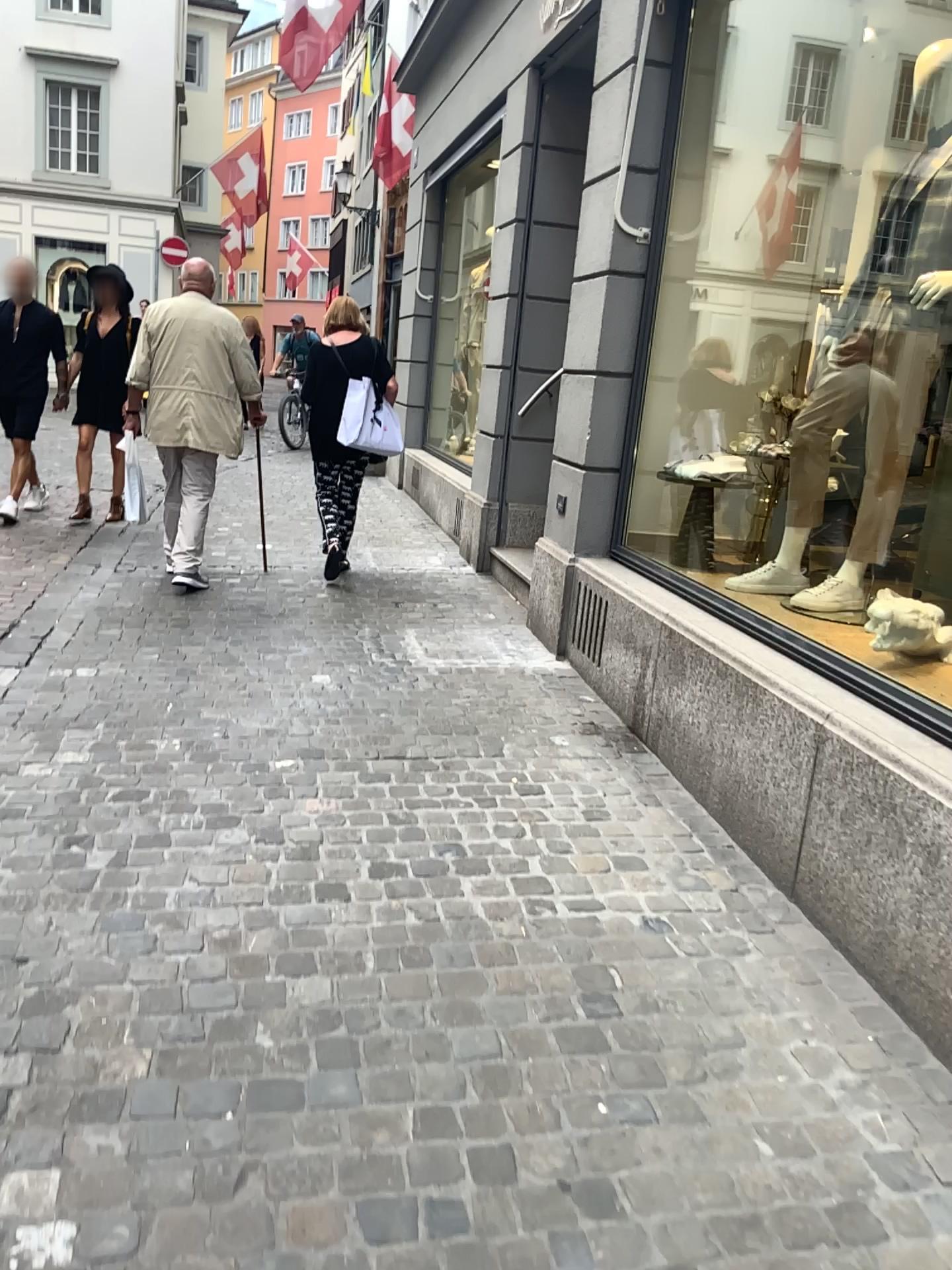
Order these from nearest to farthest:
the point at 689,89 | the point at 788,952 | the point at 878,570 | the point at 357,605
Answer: the point at 788,952 → the point at 878,570 → the point at 689,89 → the point at 357,605
